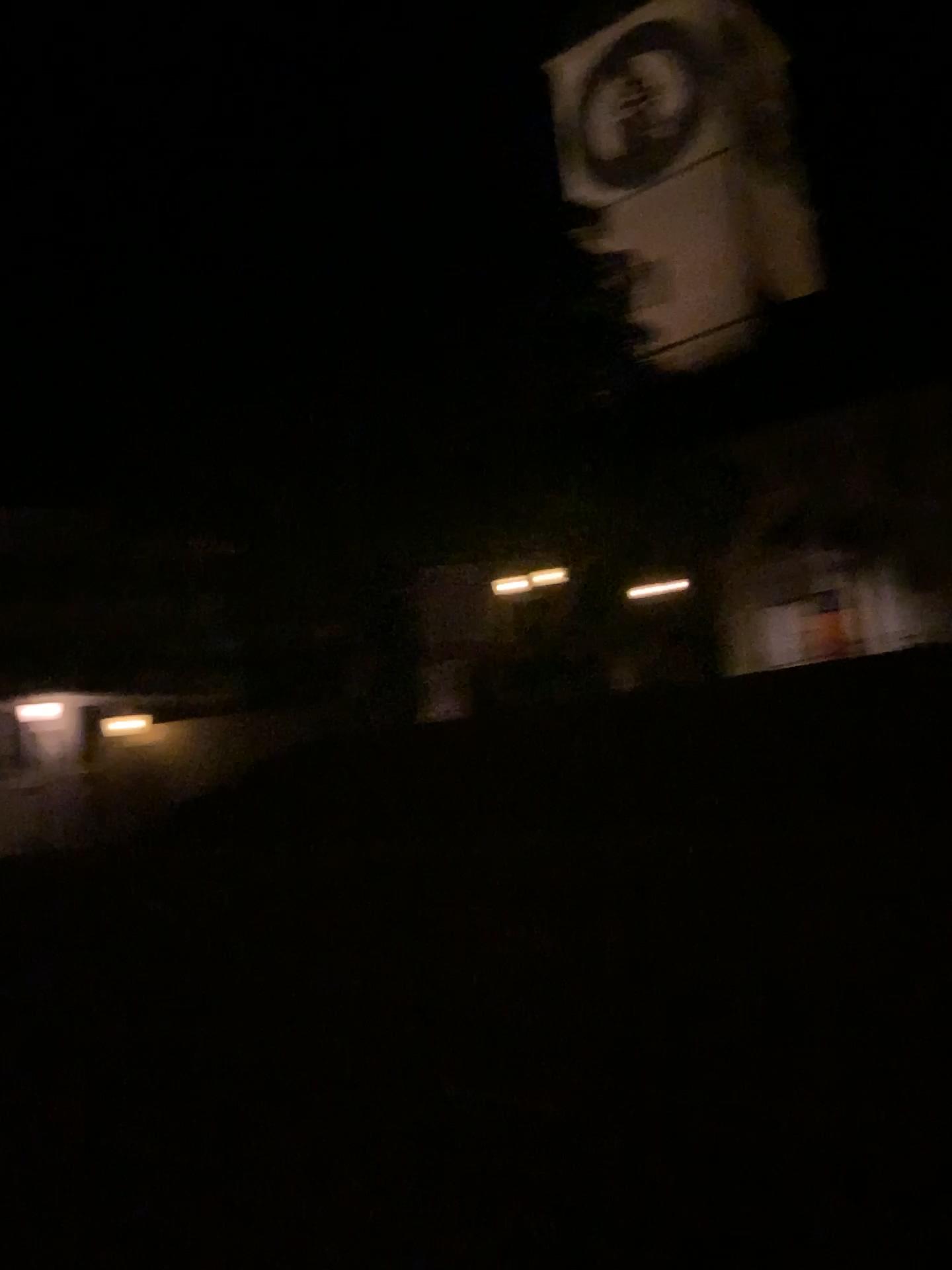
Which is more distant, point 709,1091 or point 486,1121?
point 486,1121
